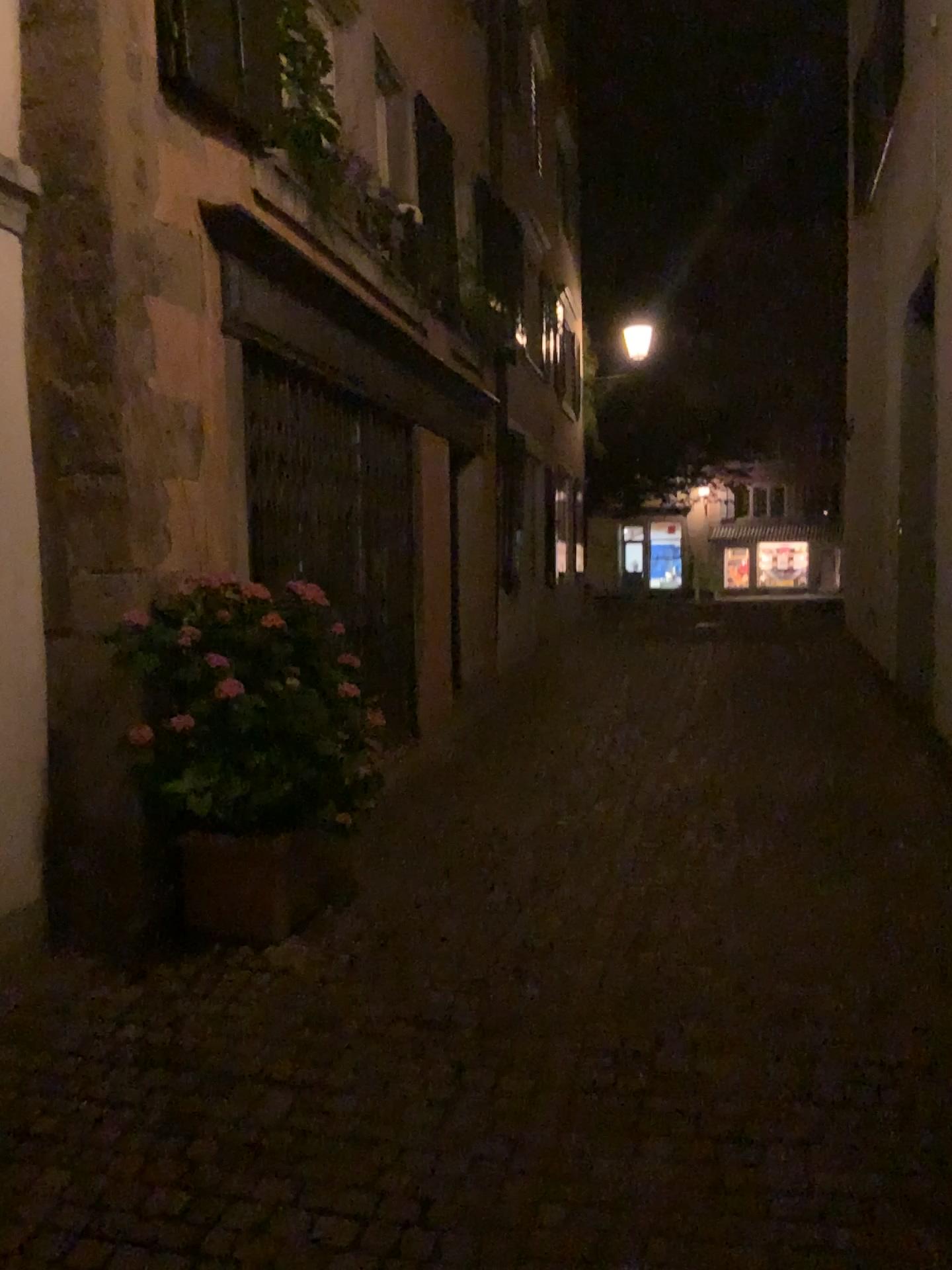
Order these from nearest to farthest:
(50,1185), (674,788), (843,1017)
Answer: (50,1185), (843,1017), (674,788)

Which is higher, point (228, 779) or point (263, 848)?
point (228, 779)

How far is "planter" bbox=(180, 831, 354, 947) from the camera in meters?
3.8

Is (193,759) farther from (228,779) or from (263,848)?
(263,848)

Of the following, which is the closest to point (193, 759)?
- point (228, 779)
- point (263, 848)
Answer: point (228, 779)
